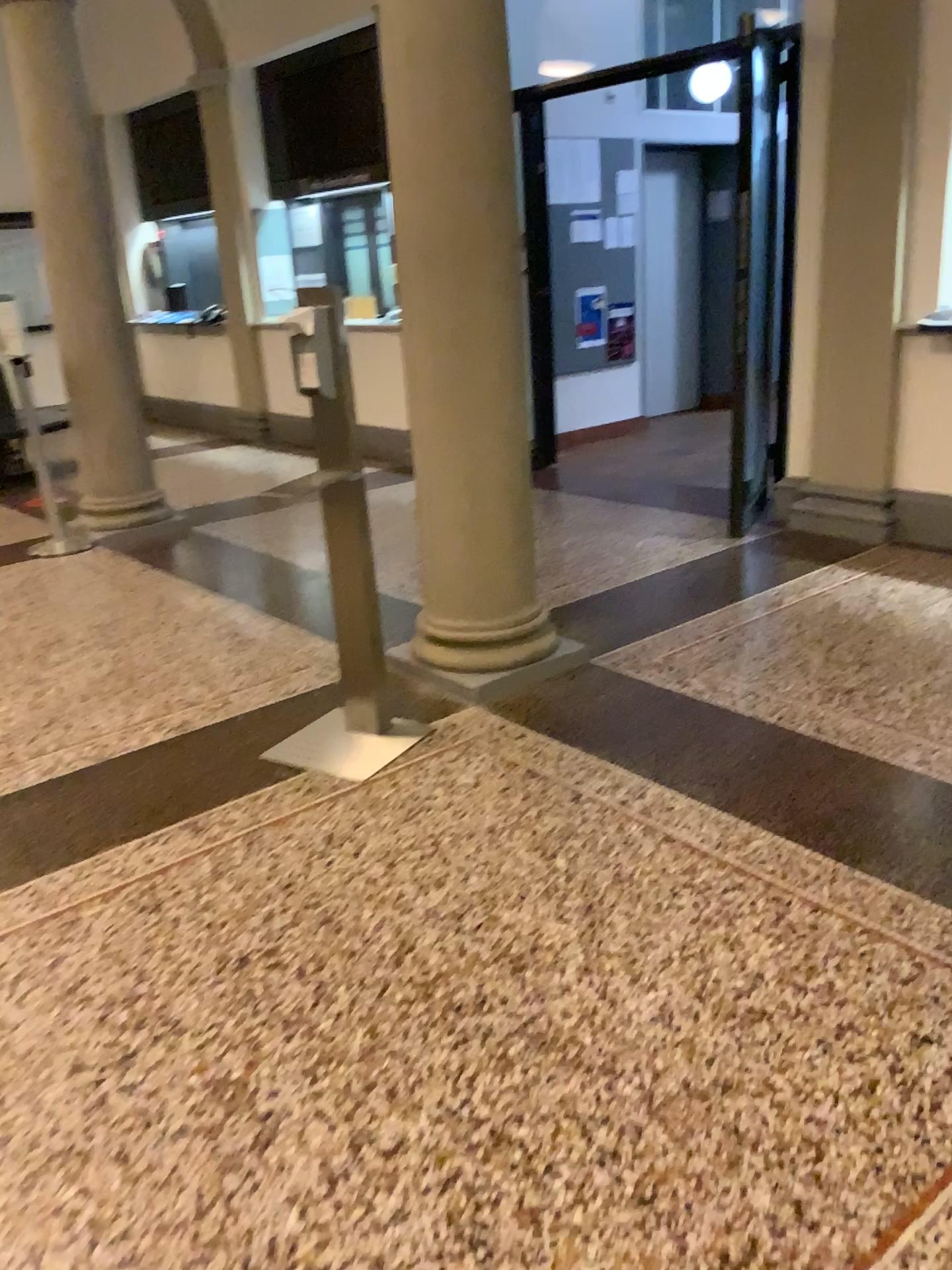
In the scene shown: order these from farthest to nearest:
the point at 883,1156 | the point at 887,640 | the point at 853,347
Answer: the point at 853,347, the point at 887,640, the point at 883,1156

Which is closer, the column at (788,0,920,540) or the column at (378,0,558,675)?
the column at (378,0,558,675)

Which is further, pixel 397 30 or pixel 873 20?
pixel 873 20
